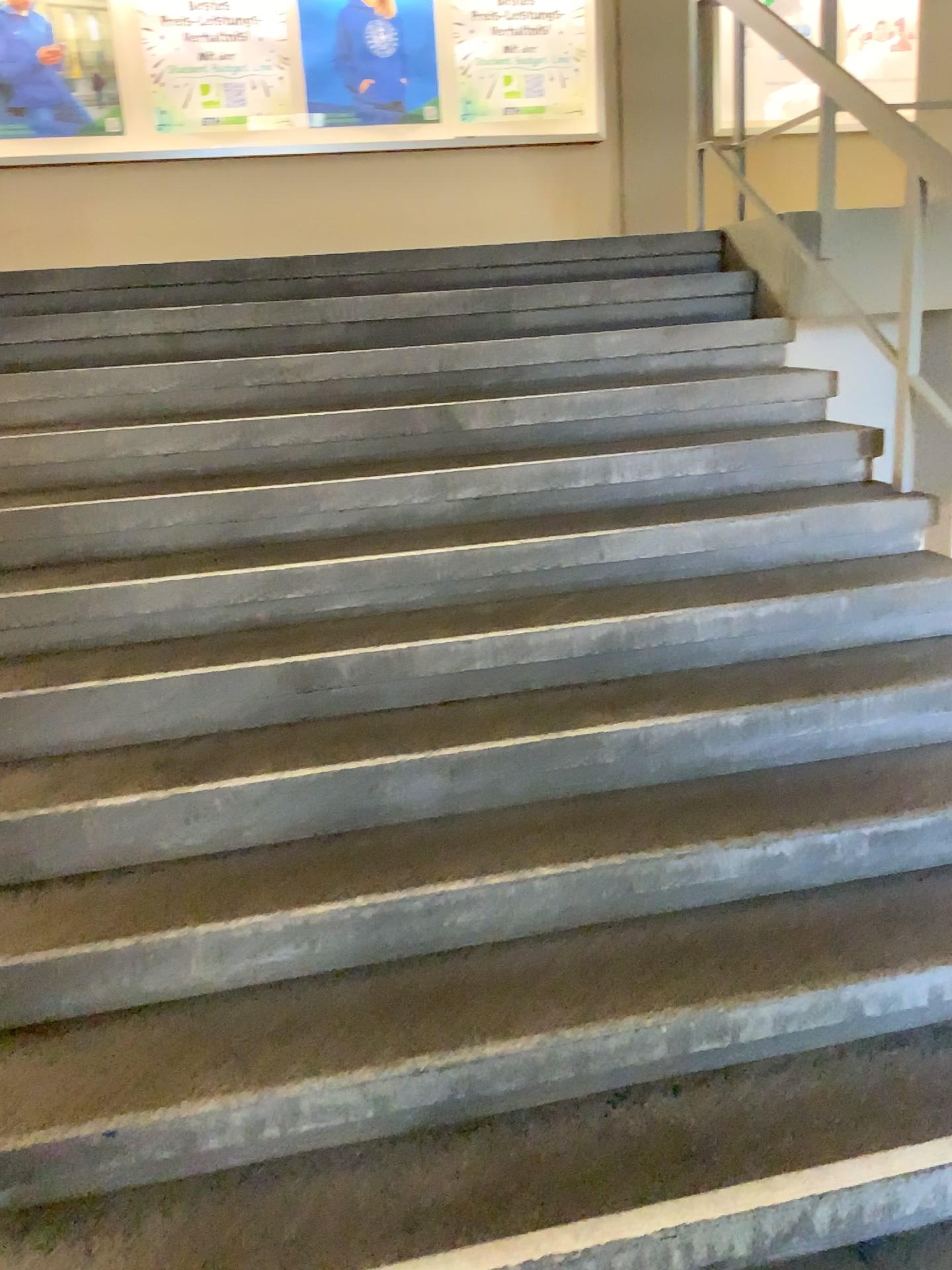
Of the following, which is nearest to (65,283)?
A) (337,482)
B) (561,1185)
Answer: (337,482)
